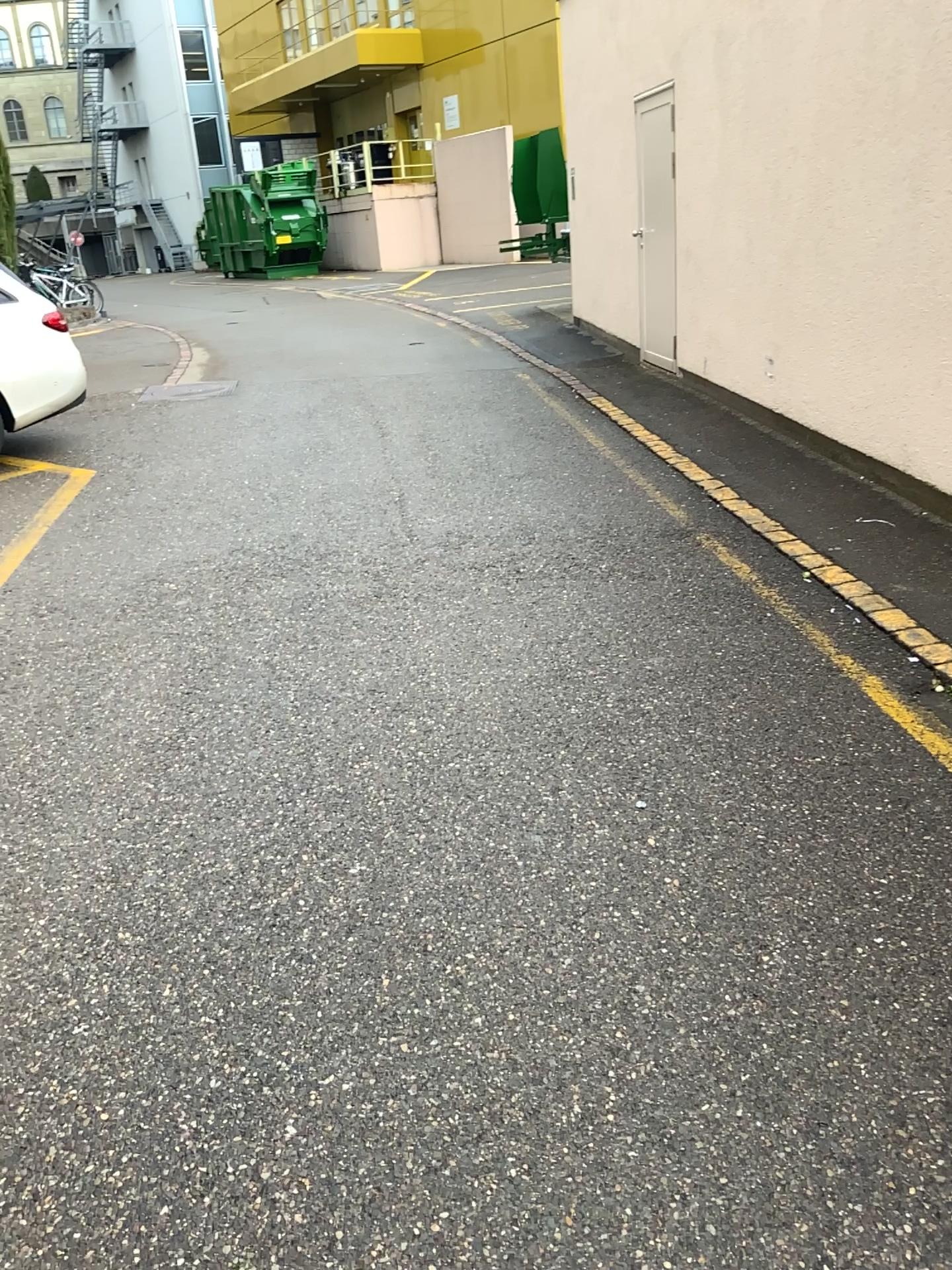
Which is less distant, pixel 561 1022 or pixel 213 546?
pixel 561 1022
